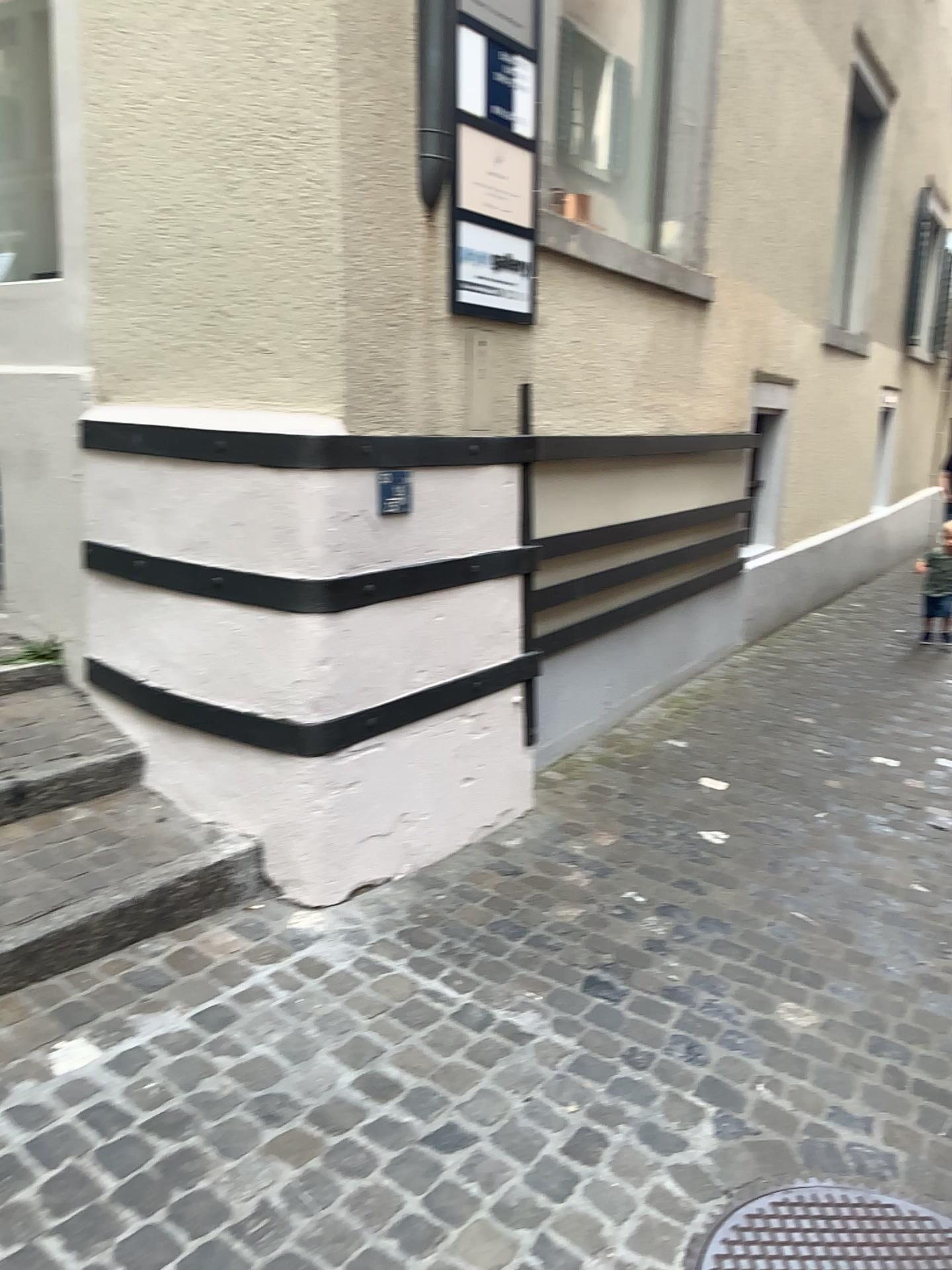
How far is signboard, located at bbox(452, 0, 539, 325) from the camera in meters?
2.9

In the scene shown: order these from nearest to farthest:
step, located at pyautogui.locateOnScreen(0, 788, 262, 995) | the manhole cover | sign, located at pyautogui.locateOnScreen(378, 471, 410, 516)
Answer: the manhole cover
step, located at pyautogui.locateOnScreen(0, 788, 262, 995)
sign, located at pyautogui.locateOnScreen(378, 471, 410, 516)

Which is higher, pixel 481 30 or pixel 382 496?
pixel 481 30

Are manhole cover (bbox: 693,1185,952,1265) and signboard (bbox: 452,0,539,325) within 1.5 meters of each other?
no

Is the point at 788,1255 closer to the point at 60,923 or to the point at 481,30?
the point at 60,923

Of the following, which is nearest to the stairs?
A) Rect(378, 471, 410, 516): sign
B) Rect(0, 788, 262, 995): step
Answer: Rect(0, 788, 262, 995): step

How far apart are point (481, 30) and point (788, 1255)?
3.0m

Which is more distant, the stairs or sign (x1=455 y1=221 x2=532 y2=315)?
sign (x1=455 y1=221 x2=532 y2=315)

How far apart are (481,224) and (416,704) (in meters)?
1.38

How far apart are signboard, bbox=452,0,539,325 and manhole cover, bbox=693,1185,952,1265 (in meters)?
2.26
